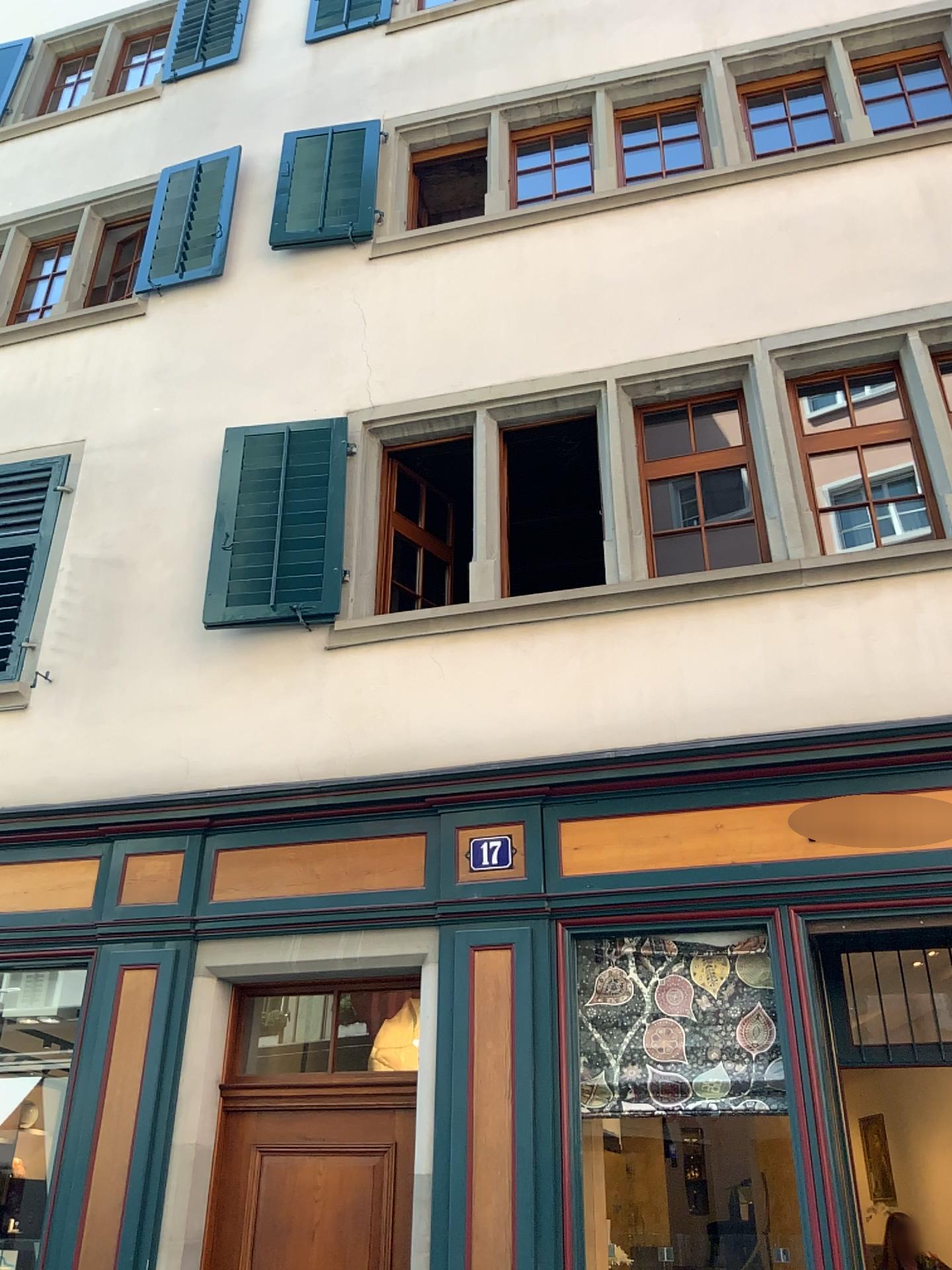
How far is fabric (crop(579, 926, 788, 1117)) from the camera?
4.3 meters

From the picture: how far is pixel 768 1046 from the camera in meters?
4.3

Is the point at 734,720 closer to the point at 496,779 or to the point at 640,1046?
the point at 496,779
